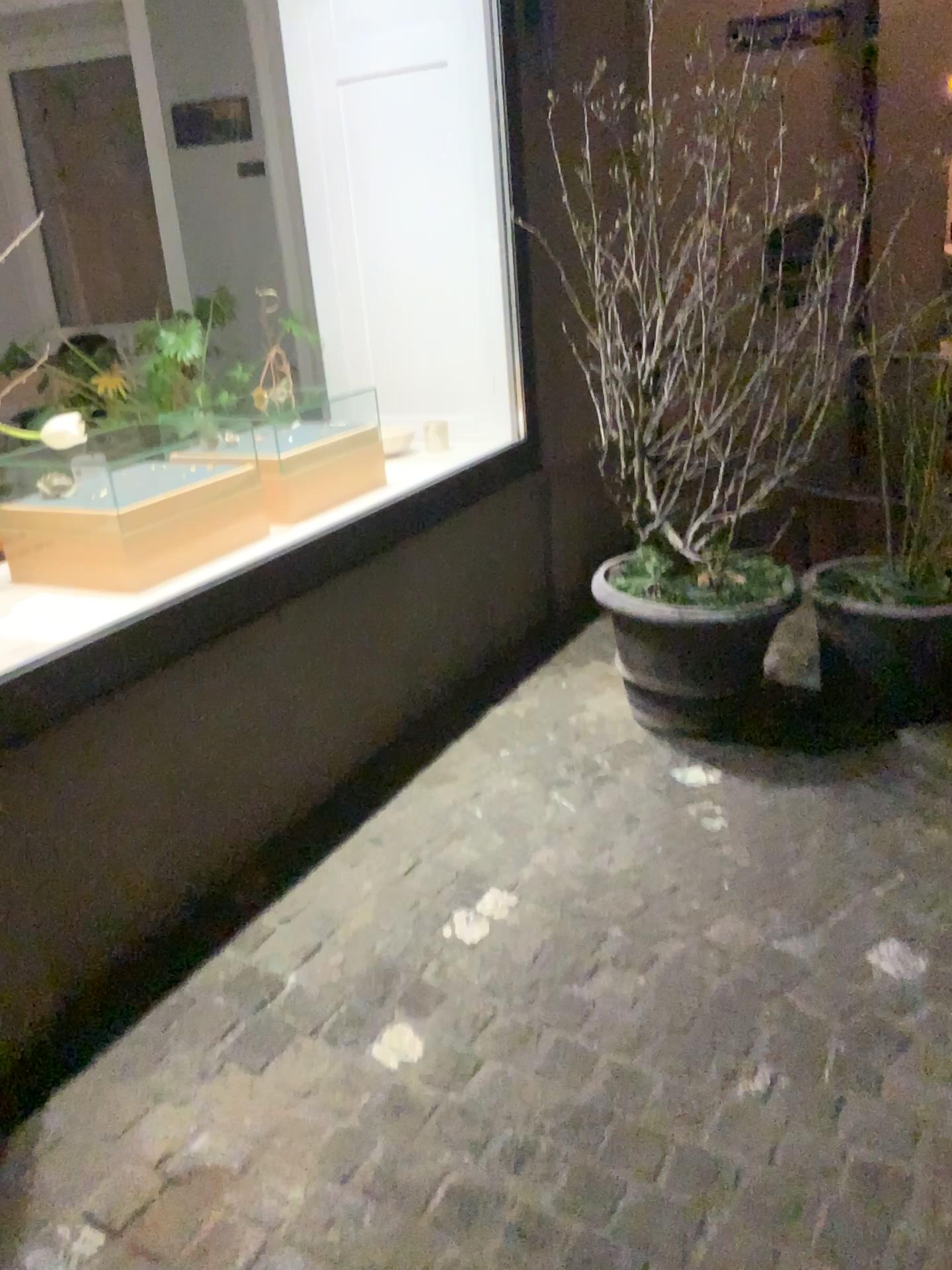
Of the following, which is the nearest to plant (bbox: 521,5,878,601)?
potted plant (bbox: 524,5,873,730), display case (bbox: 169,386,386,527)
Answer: potted plant (bbox: 524,5,873,730)

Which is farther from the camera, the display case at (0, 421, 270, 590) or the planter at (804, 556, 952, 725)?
the planter at (804, 556, 952, 725)

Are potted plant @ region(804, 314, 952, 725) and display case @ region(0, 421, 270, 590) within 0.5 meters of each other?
no

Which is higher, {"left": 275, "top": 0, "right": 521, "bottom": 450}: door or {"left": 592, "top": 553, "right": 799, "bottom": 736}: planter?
{"left": 275, "top": 0, "right": 521, "bottom": 450}: door

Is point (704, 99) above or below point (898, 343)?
above

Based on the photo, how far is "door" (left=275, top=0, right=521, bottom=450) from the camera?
3.3 meters

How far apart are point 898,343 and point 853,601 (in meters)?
0.72

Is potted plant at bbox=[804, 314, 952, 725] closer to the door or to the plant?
the plant

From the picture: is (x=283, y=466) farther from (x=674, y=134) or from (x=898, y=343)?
(x=898, y=343)

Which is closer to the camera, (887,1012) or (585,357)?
(887,1012)
